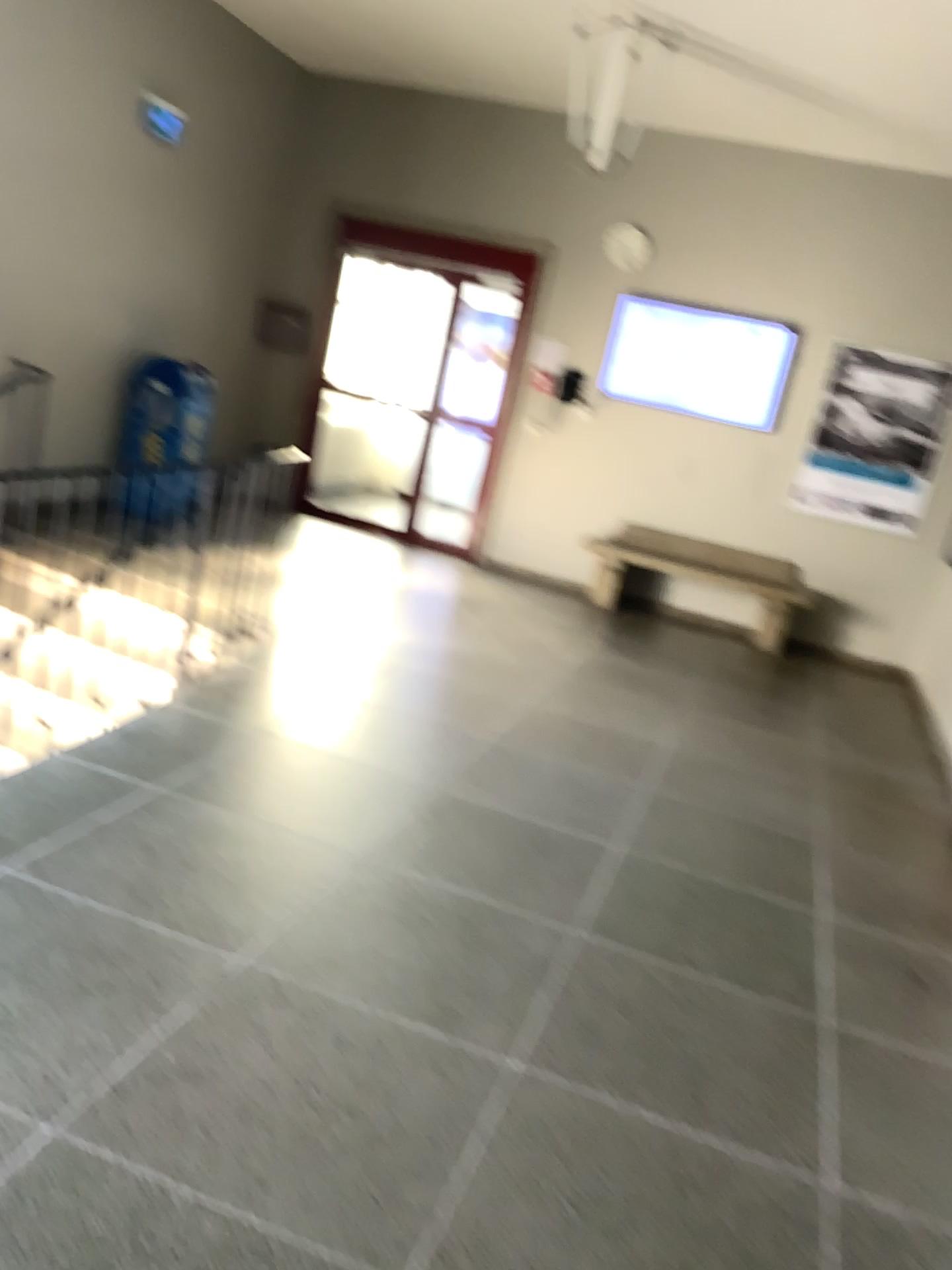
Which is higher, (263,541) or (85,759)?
(263,541)
